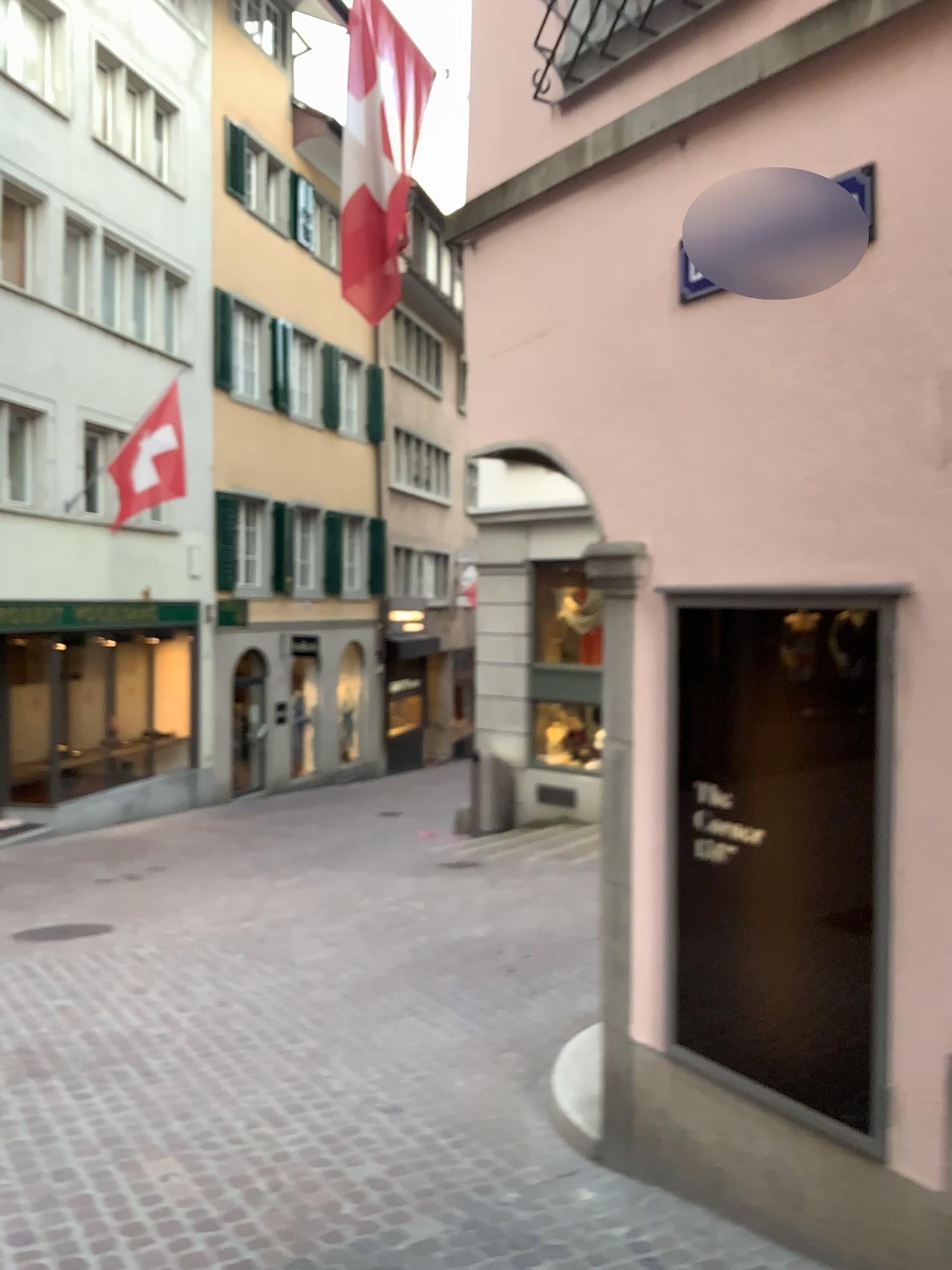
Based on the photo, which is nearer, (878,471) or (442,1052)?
(878,471)
